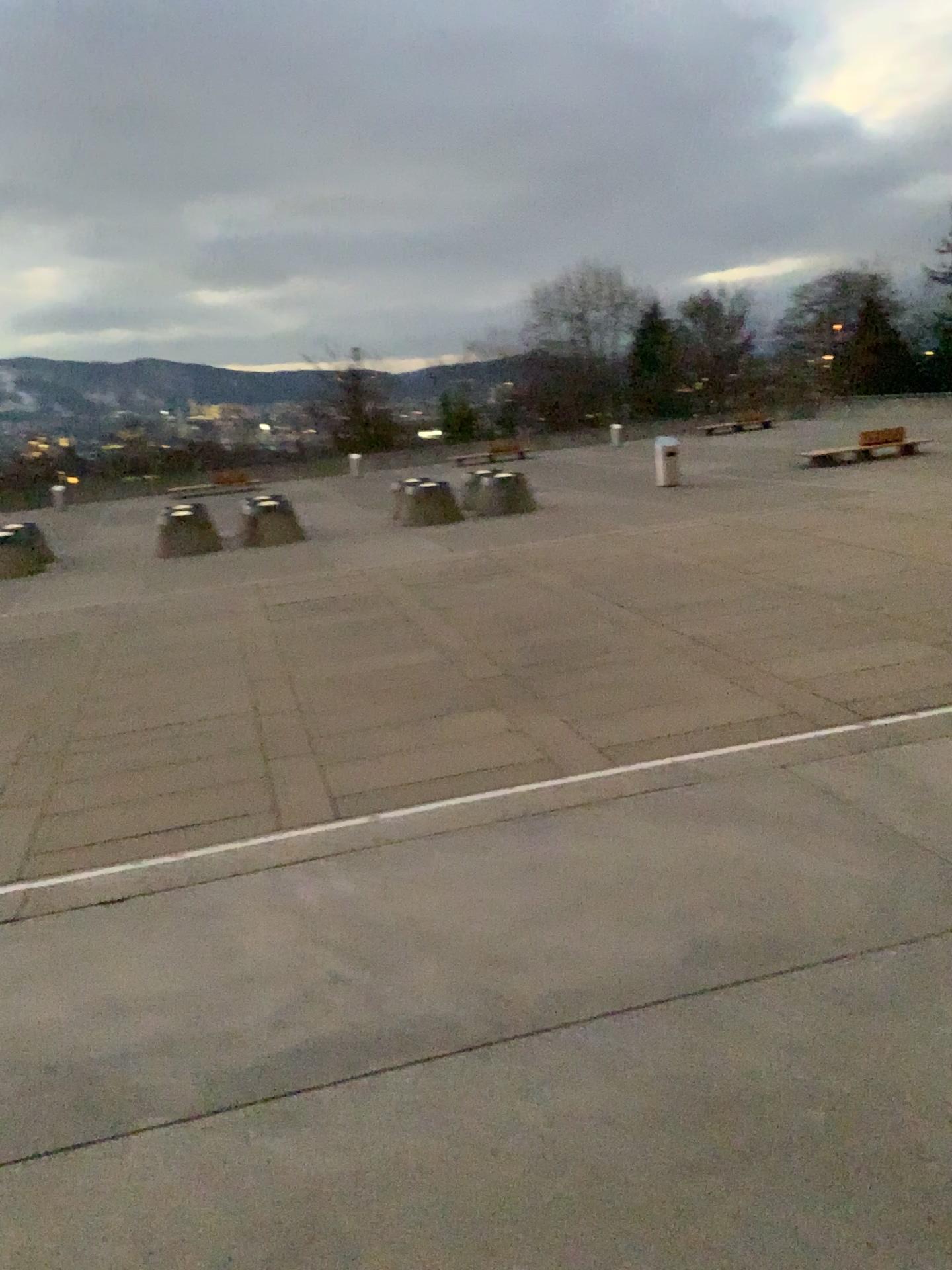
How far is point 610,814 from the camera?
4.2m
